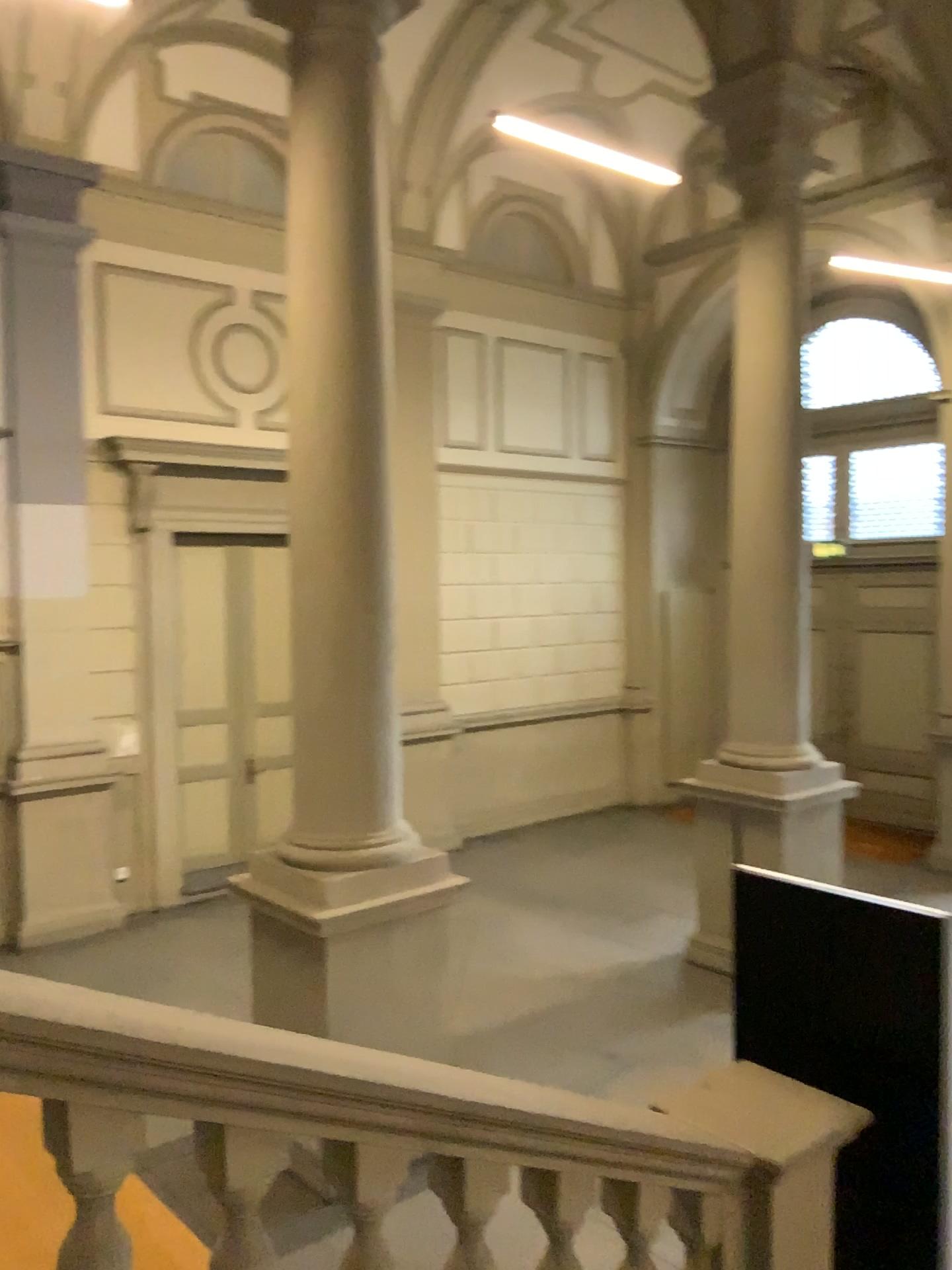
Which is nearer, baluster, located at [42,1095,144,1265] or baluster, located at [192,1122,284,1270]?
baluster, located at [42,1095,144,1265]

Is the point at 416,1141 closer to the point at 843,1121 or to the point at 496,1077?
the point at 496,1077

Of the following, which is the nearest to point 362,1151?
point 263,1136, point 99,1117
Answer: point 263,1136

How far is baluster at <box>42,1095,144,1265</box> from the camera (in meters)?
1.72

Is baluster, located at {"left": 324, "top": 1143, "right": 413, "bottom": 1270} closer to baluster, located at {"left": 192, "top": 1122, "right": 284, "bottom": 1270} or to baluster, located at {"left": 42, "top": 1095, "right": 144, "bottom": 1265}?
baluster, located at {"left": 192, "top": 1122, "right": 284, "bottom": 1270}

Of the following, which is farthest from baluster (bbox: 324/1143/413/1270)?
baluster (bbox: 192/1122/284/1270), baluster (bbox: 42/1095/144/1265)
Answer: baluster (bbox: 42/1095/144/1265)

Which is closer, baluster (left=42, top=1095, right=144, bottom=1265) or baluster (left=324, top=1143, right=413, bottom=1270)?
baluster (left=42, top=1095, right=144, bottom=1265)

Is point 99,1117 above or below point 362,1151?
above

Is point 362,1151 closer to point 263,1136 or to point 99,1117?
point 263,1136
